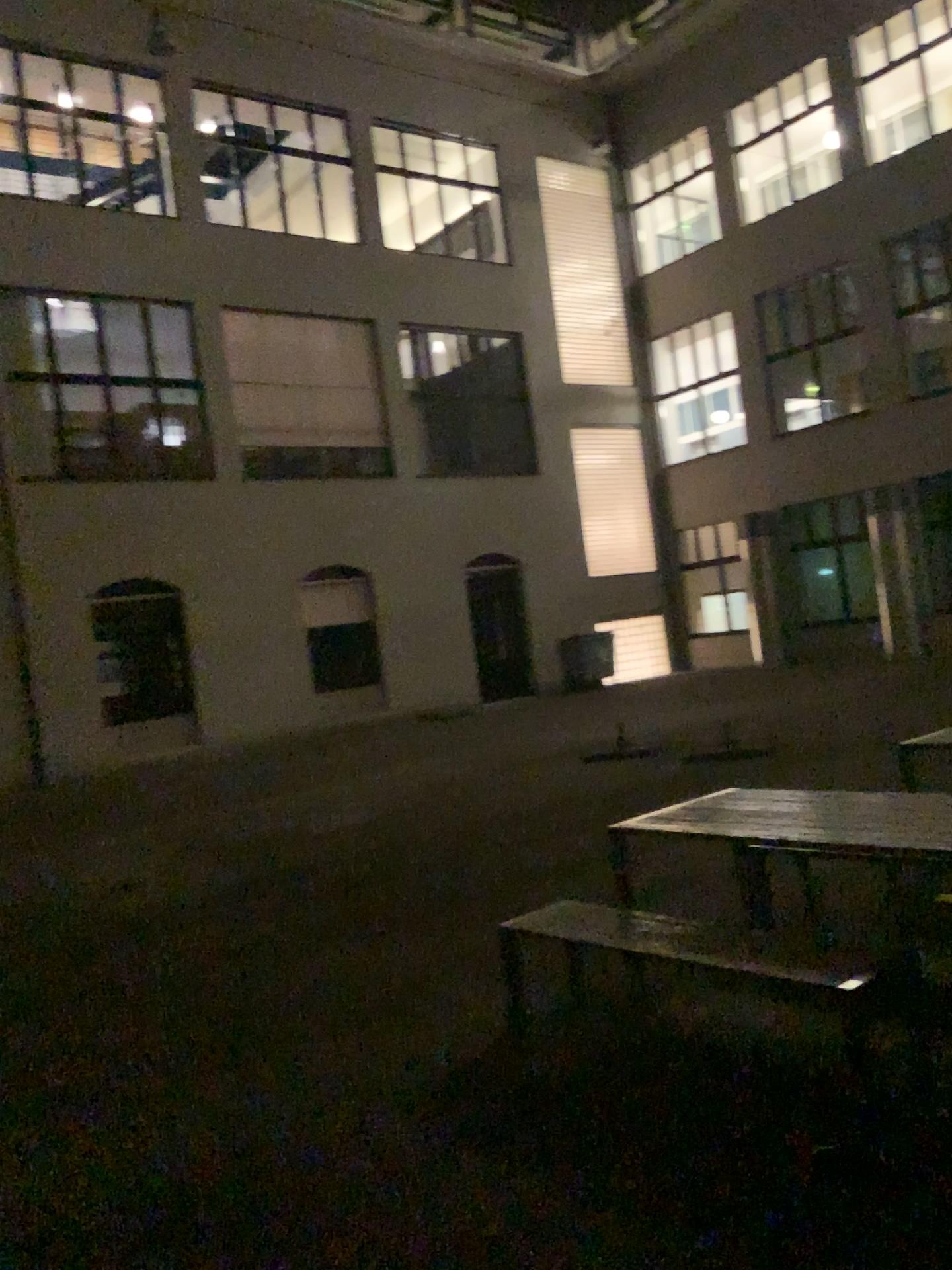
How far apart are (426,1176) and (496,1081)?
0.68m
